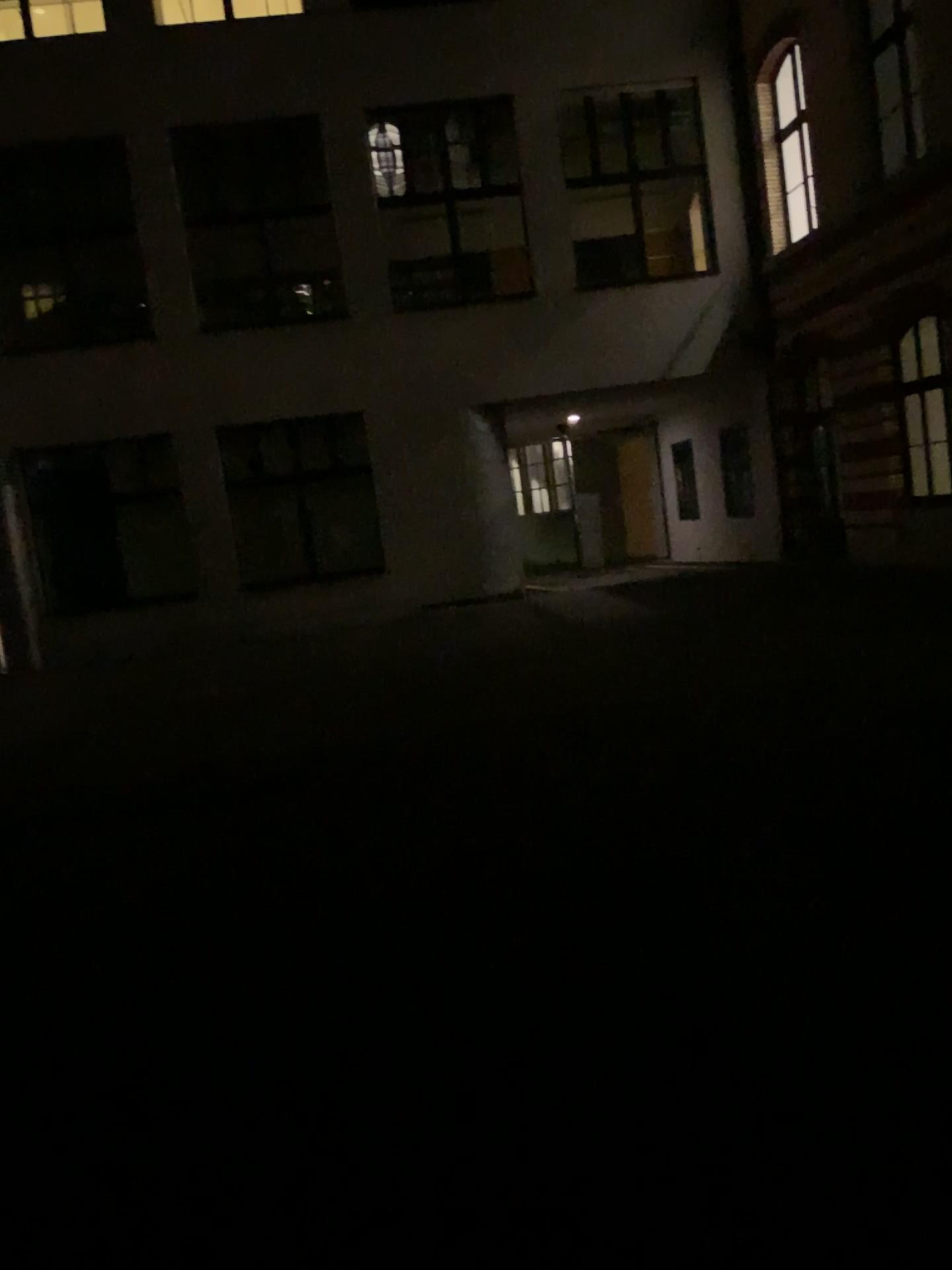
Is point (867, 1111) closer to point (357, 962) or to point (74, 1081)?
point (357, 962)
